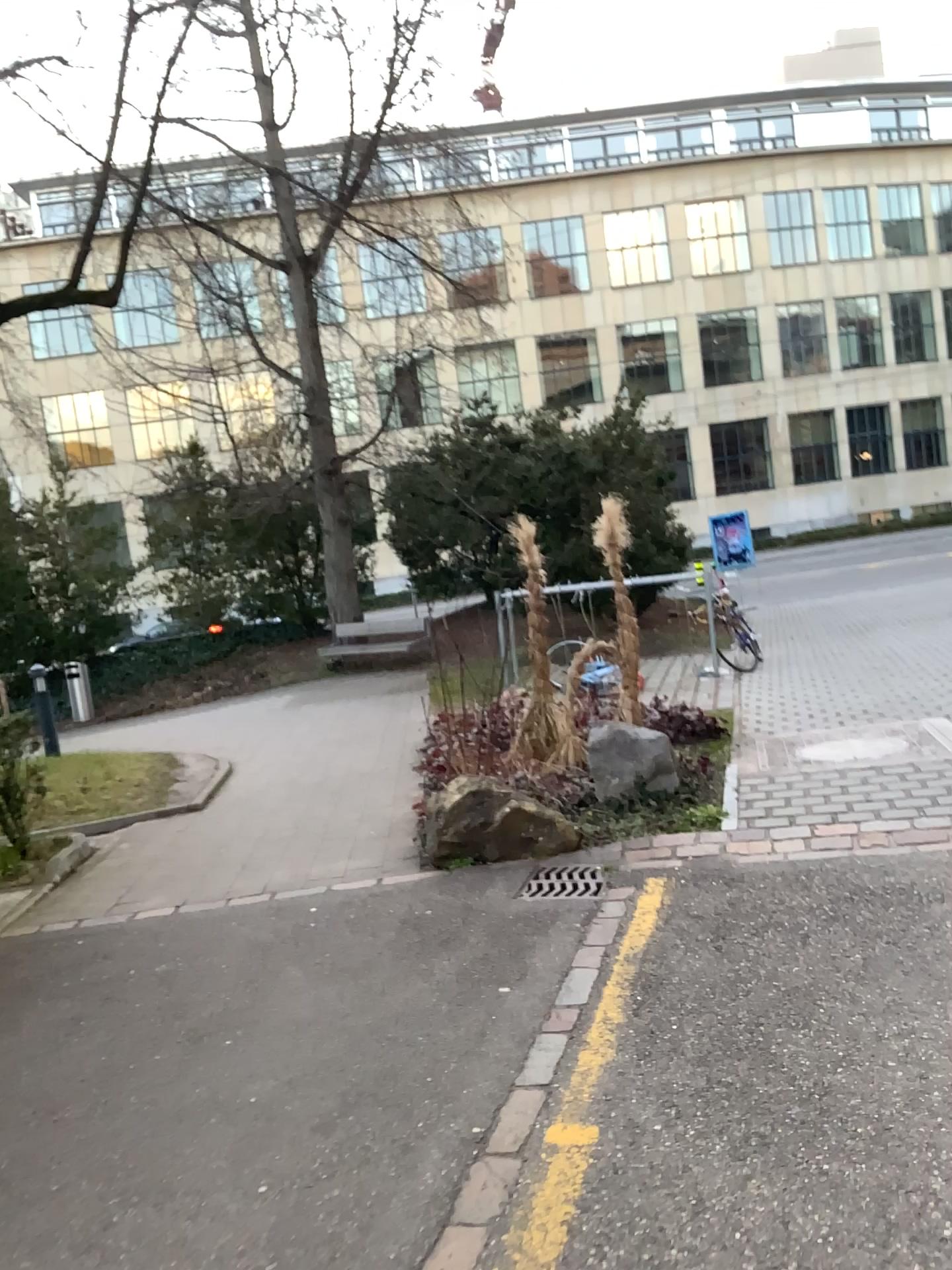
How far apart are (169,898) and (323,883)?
0.9 meters
